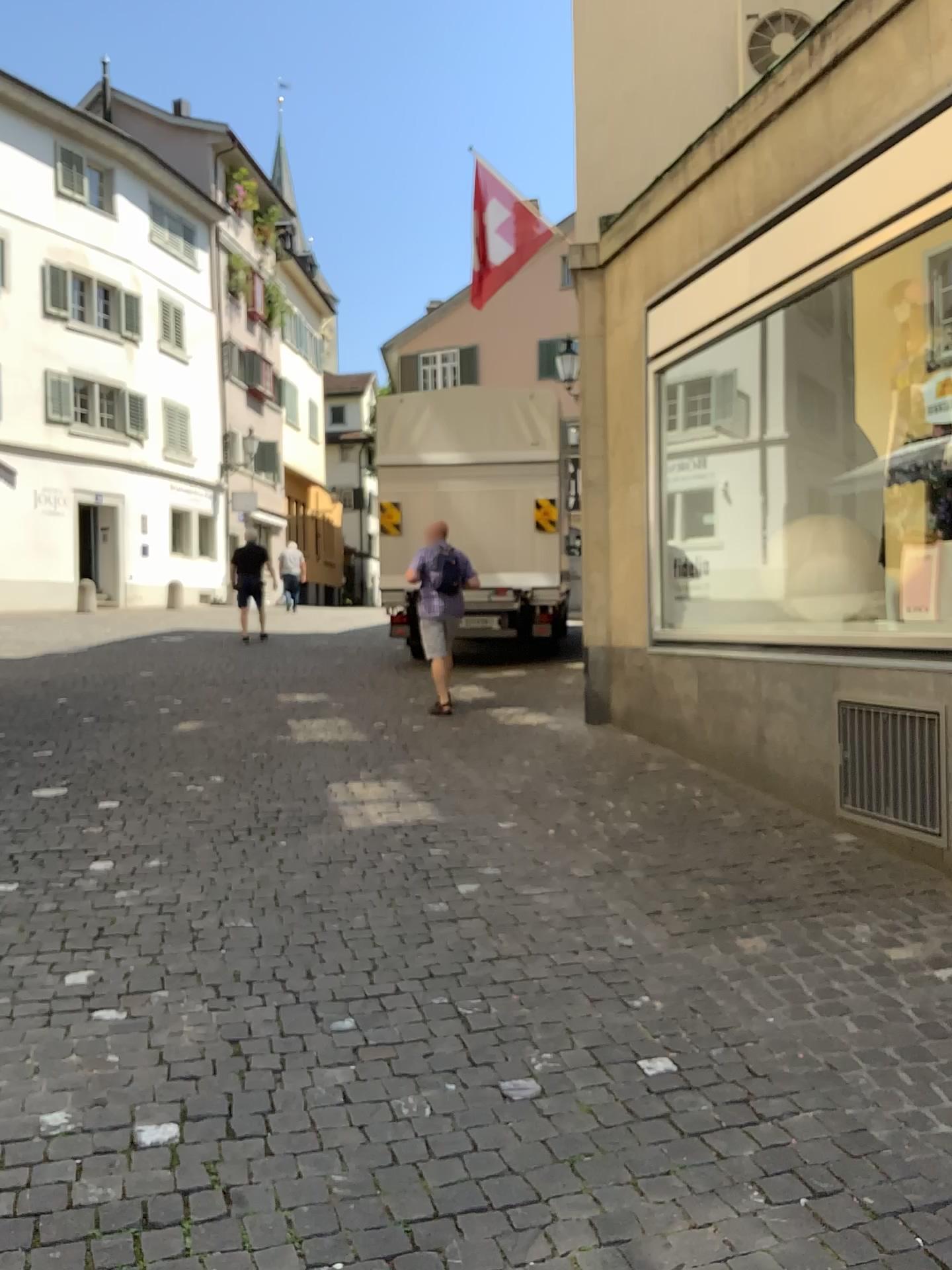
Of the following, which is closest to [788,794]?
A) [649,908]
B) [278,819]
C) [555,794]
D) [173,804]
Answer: [555,794]
